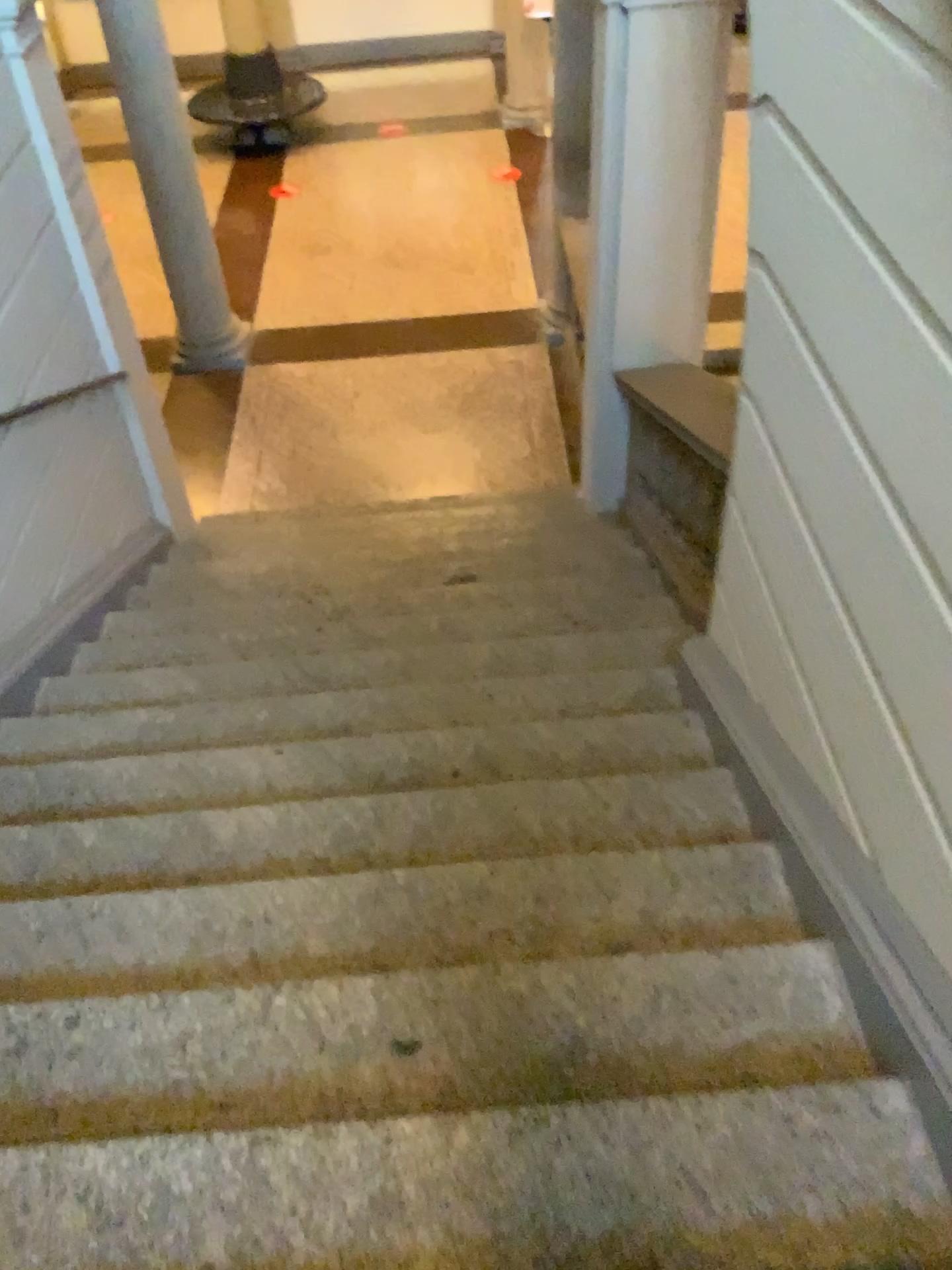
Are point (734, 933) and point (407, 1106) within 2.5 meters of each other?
yes
